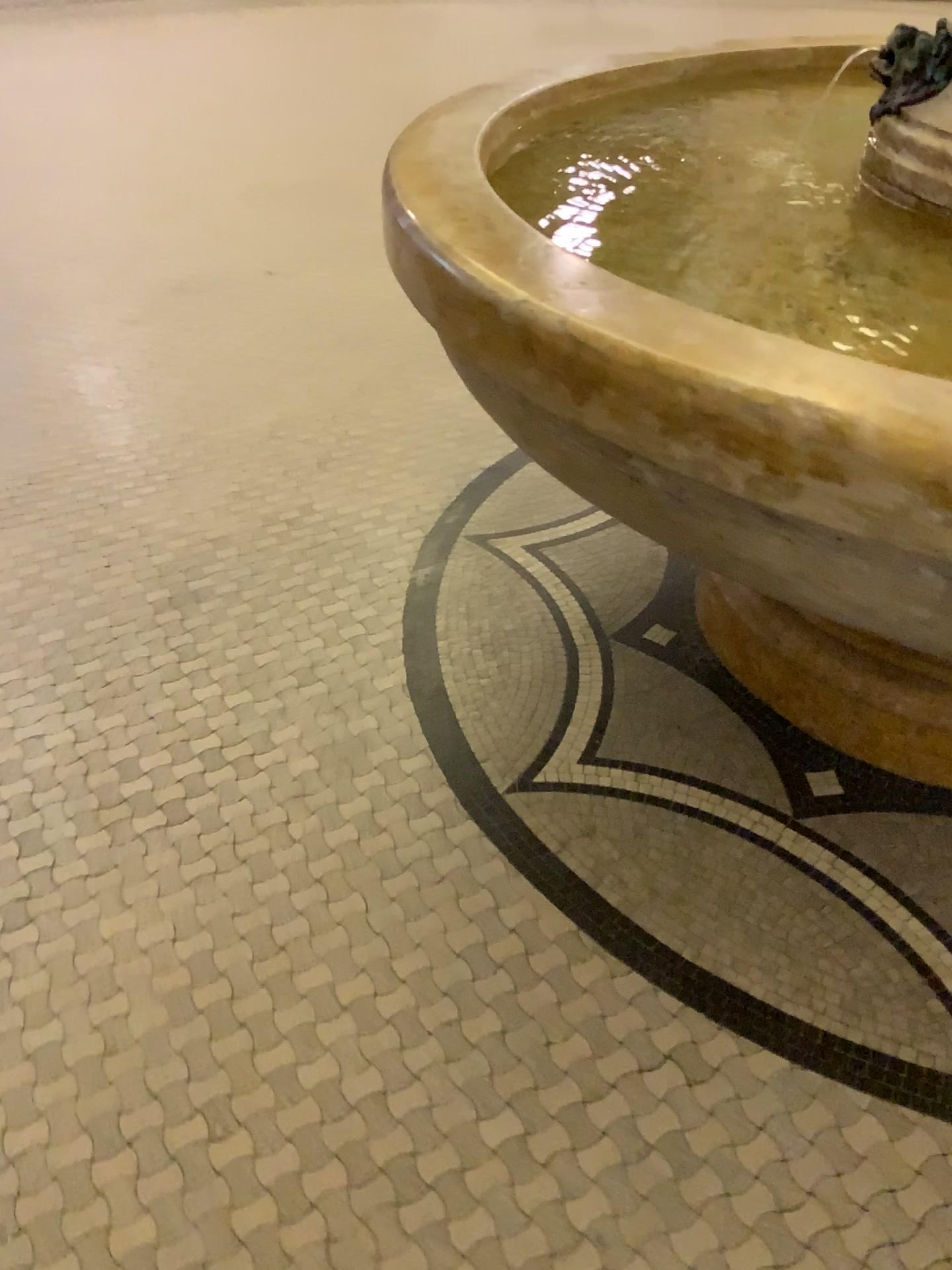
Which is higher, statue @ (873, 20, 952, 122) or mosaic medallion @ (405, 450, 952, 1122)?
statue @ (873, 20, 952, 122)

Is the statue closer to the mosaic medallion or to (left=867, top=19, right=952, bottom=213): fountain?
(left=867, top=19, right=952, bottom=213): fountain

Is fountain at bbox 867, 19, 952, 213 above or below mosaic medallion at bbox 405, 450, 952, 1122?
above

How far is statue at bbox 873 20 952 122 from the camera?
1.4 meters

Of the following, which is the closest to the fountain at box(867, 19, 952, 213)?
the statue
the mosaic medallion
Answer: the statue

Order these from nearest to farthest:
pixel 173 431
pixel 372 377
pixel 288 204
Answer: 1. pixel 173 431
2. pixel 372 377
3. pixel 288 204

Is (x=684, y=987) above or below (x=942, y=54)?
below

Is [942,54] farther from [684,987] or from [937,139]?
[684,987]

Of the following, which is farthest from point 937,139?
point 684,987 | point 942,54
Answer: point 684,987
